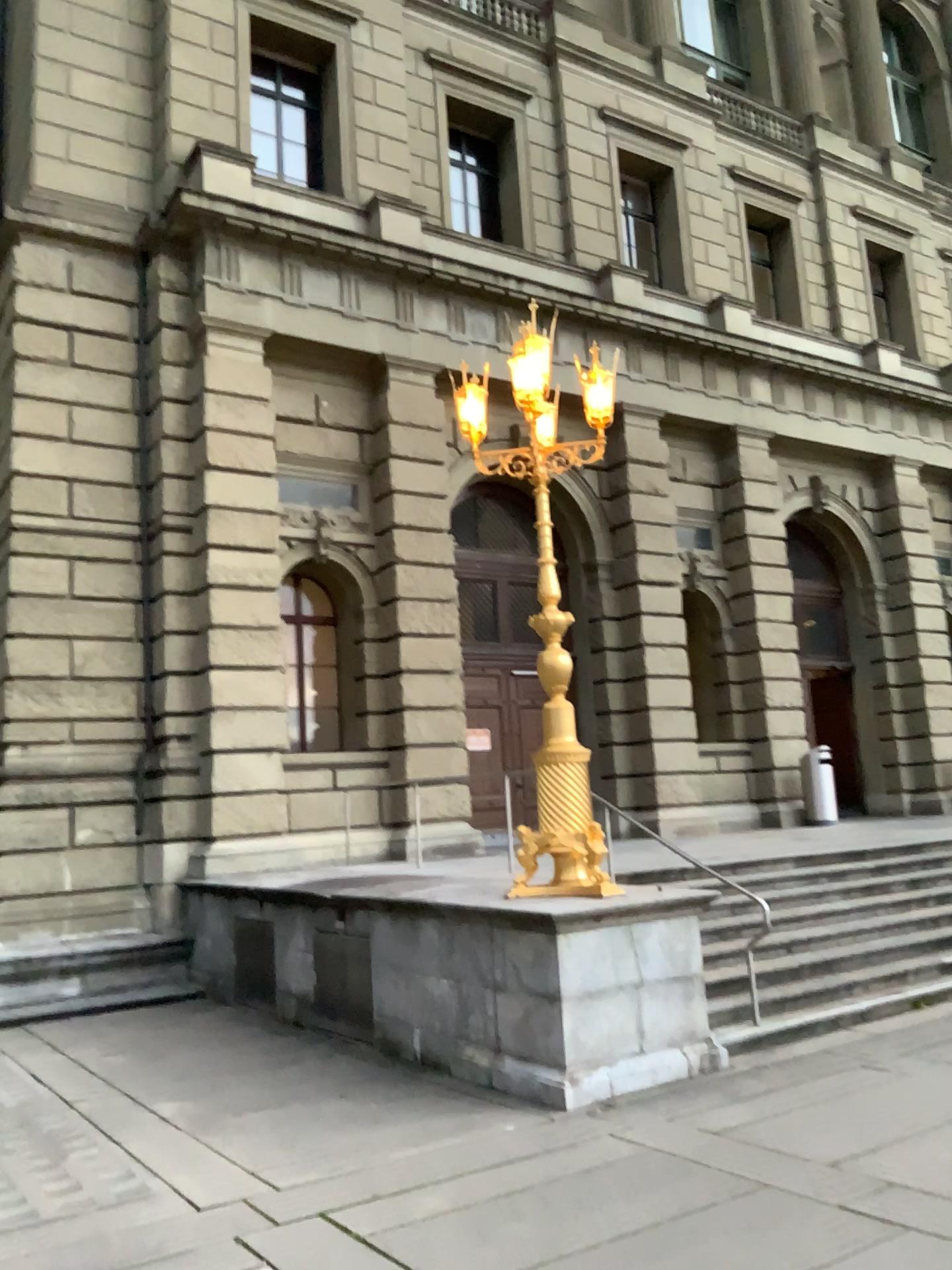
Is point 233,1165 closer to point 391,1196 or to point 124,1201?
point 124,1201
